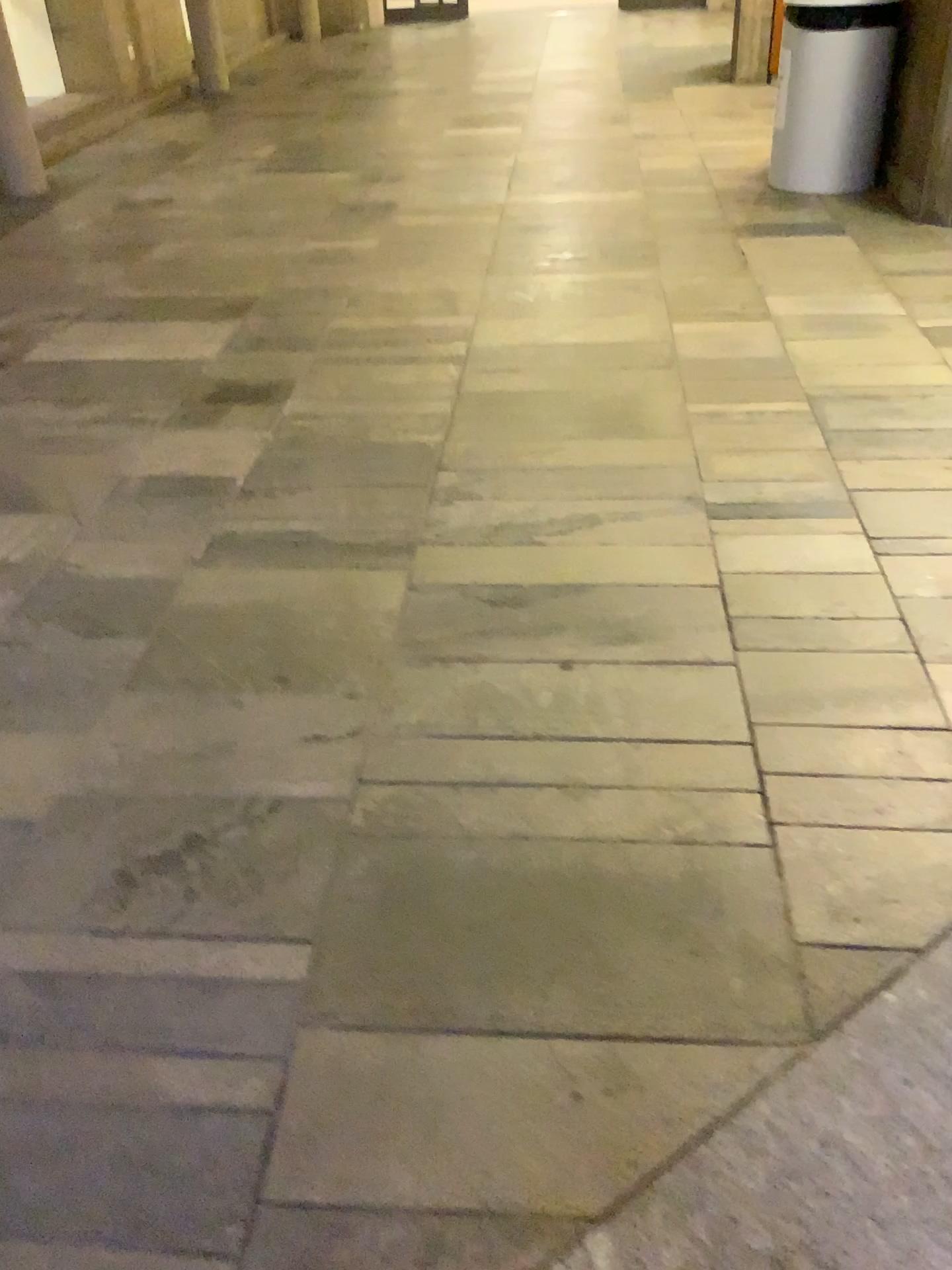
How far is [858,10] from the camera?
4.1 meters

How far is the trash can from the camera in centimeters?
413cm

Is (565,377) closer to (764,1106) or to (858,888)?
(858,888)
